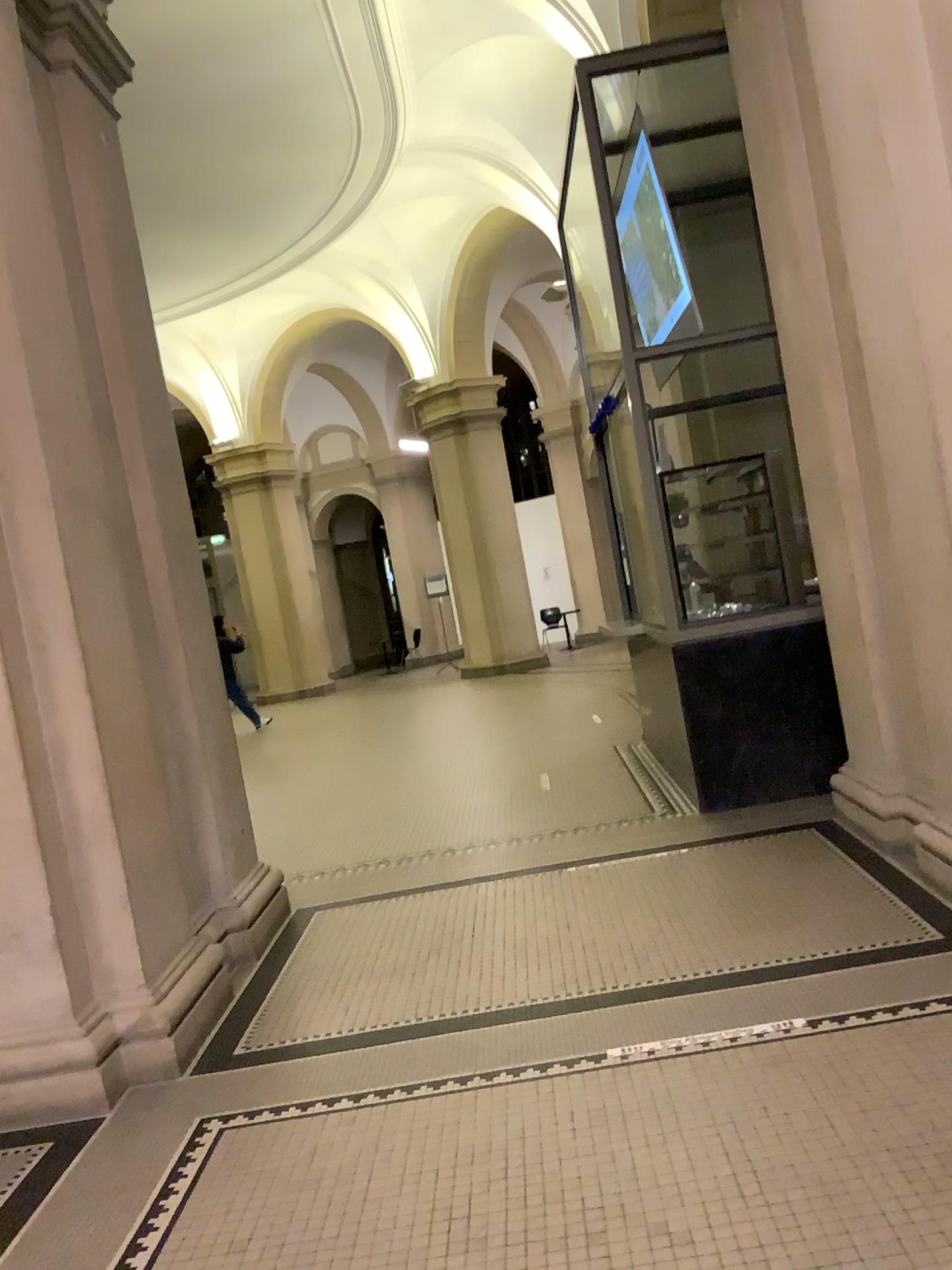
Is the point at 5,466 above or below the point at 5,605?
above

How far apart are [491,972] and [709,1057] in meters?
1.1 m
